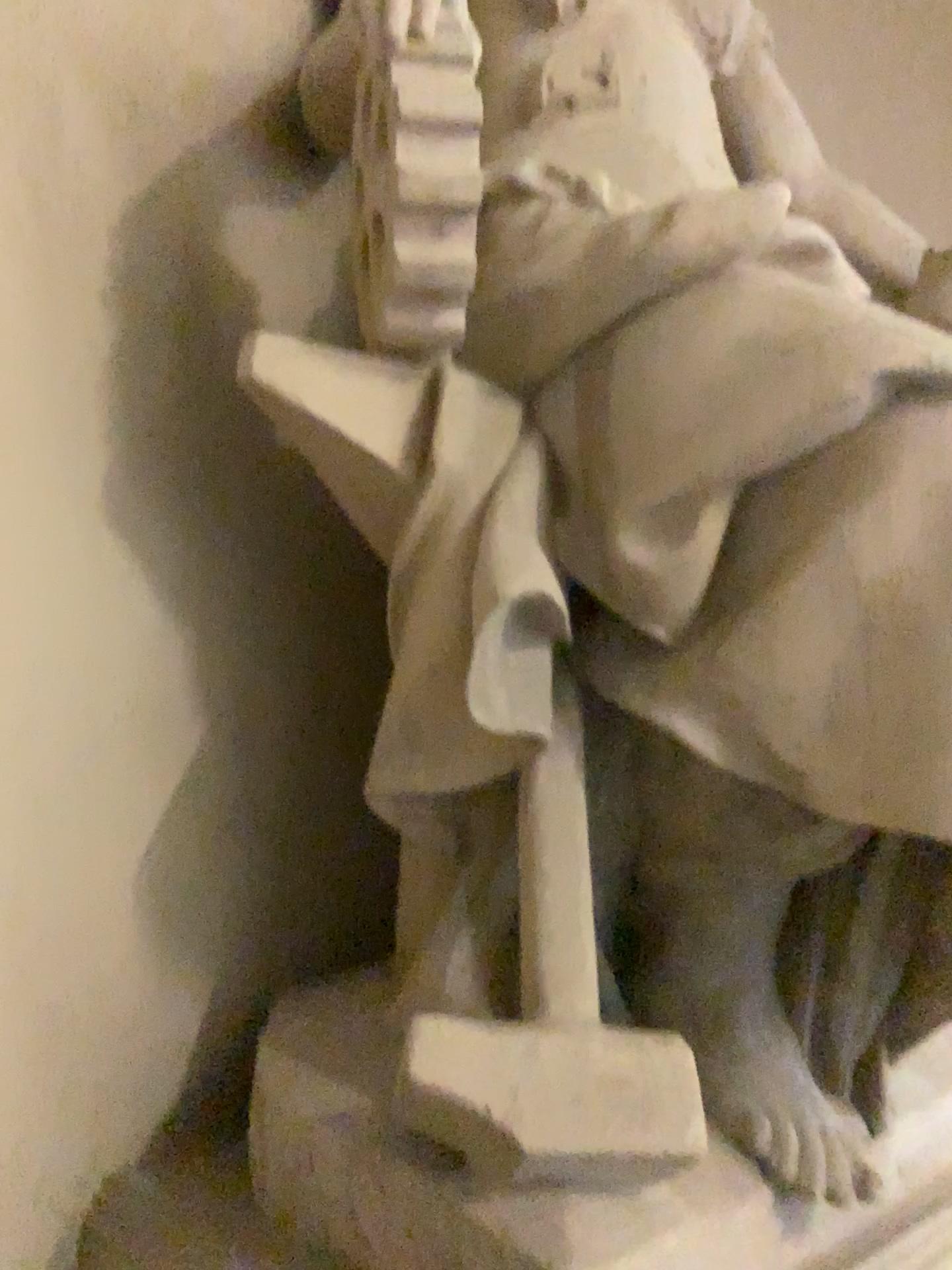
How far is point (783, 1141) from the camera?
1.42m

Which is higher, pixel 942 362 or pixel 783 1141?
Result: pixel 942 362

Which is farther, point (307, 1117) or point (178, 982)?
point (178, 982)

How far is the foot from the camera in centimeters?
142cm
